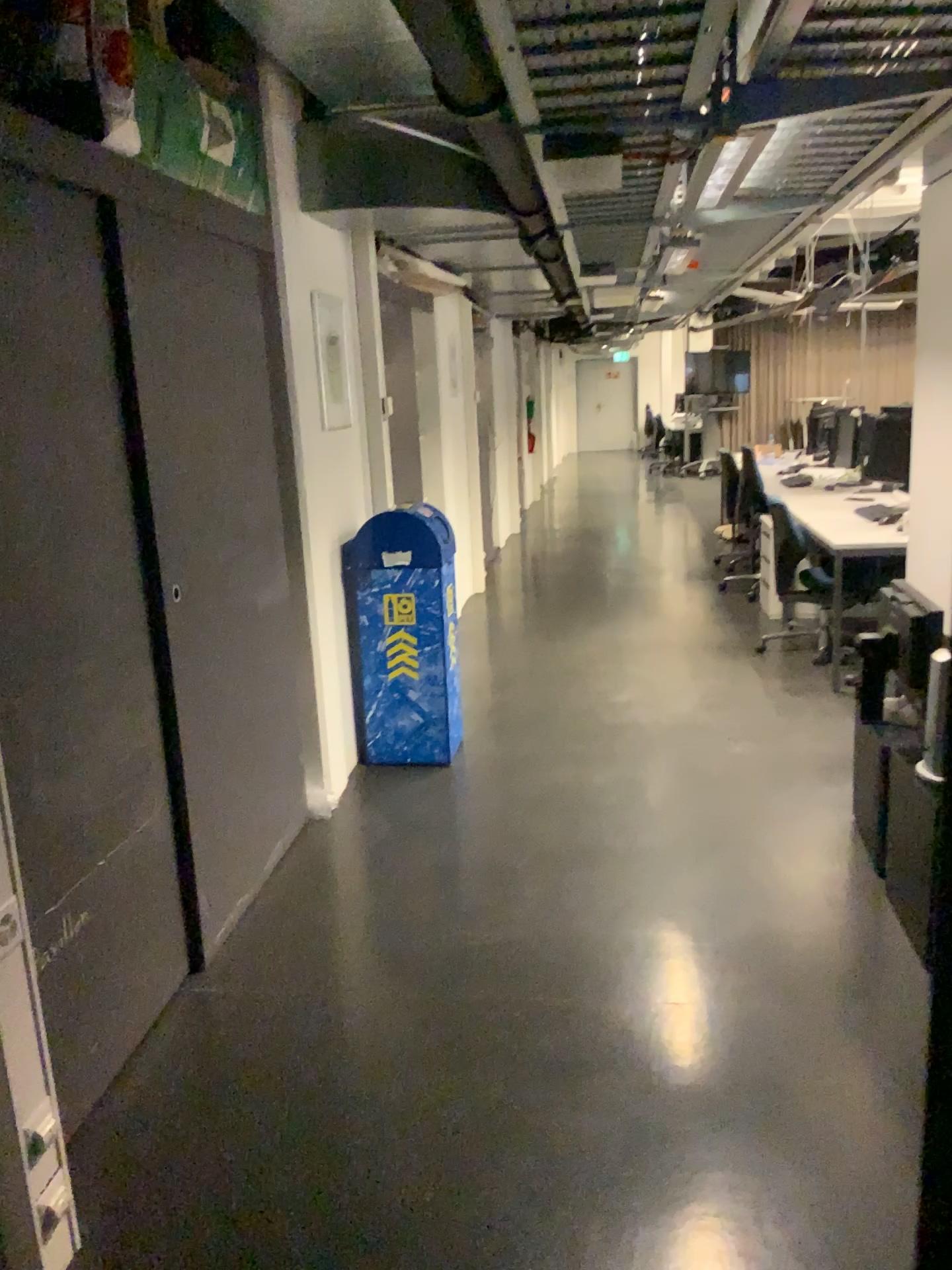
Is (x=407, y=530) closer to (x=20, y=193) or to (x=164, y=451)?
(x=164, y=451)

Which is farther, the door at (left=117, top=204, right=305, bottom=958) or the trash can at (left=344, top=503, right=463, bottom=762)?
the trash can at (left=344, top=503, right=463, bottom=762)

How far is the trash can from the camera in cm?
431

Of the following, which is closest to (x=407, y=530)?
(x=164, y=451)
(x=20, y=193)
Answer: (x=164, y=451)

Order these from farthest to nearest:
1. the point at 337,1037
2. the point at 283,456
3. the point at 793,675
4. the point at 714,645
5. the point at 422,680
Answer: the point at 714,645 < the point at 793,675 < the point at 422,680 < the point at 283,456 < the point at 337,1037

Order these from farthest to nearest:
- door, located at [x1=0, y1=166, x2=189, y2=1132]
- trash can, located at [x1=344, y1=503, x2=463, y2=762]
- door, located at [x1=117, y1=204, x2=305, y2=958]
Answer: trash can, located at [x1=344, y1=503, x2=463, y2=762] → door, located at [x1=117, y1=204, x2=305, y2=958] → door, located at [x1=0, y1=166, x2=189, y2=1132]

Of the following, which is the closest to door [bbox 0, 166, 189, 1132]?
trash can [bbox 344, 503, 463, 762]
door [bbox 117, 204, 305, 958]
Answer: door [bbox 117, 204, 305, 958]

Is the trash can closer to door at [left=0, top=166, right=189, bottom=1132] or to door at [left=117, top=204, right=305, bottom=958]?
door at [left=117, top=204, right=305, bottom=958]

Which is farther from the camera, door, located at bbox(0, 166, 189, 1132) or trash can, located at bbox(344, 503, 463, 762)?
trash can, located at bbox(344, 503, 463, 762)

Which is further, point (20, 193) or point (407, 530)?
point (407, 530)
